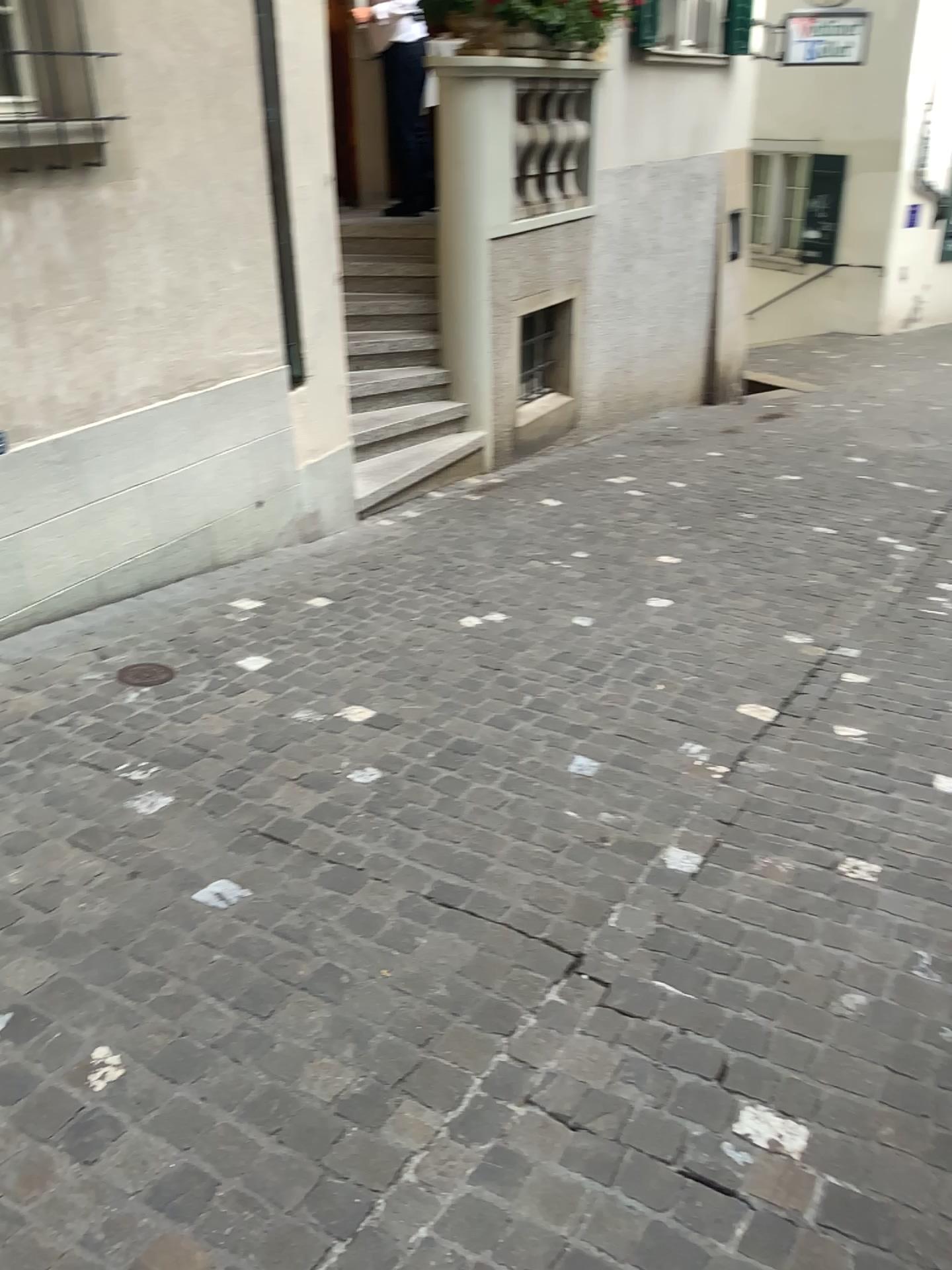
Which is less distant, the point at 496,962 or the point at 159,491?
the point at 496,962
